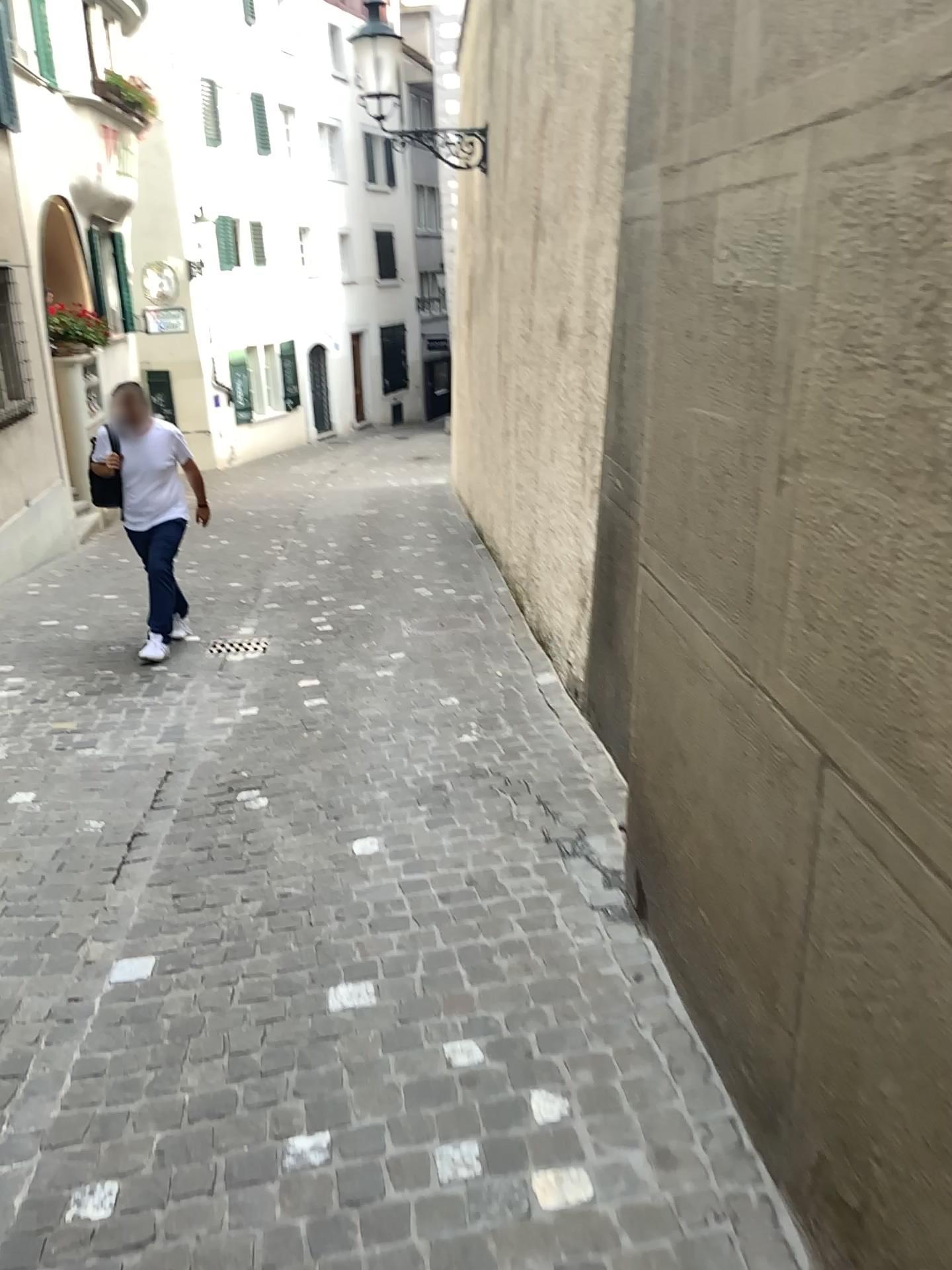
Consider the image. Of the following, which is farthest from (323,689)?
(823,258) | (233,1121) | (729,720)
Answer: (823,258)
